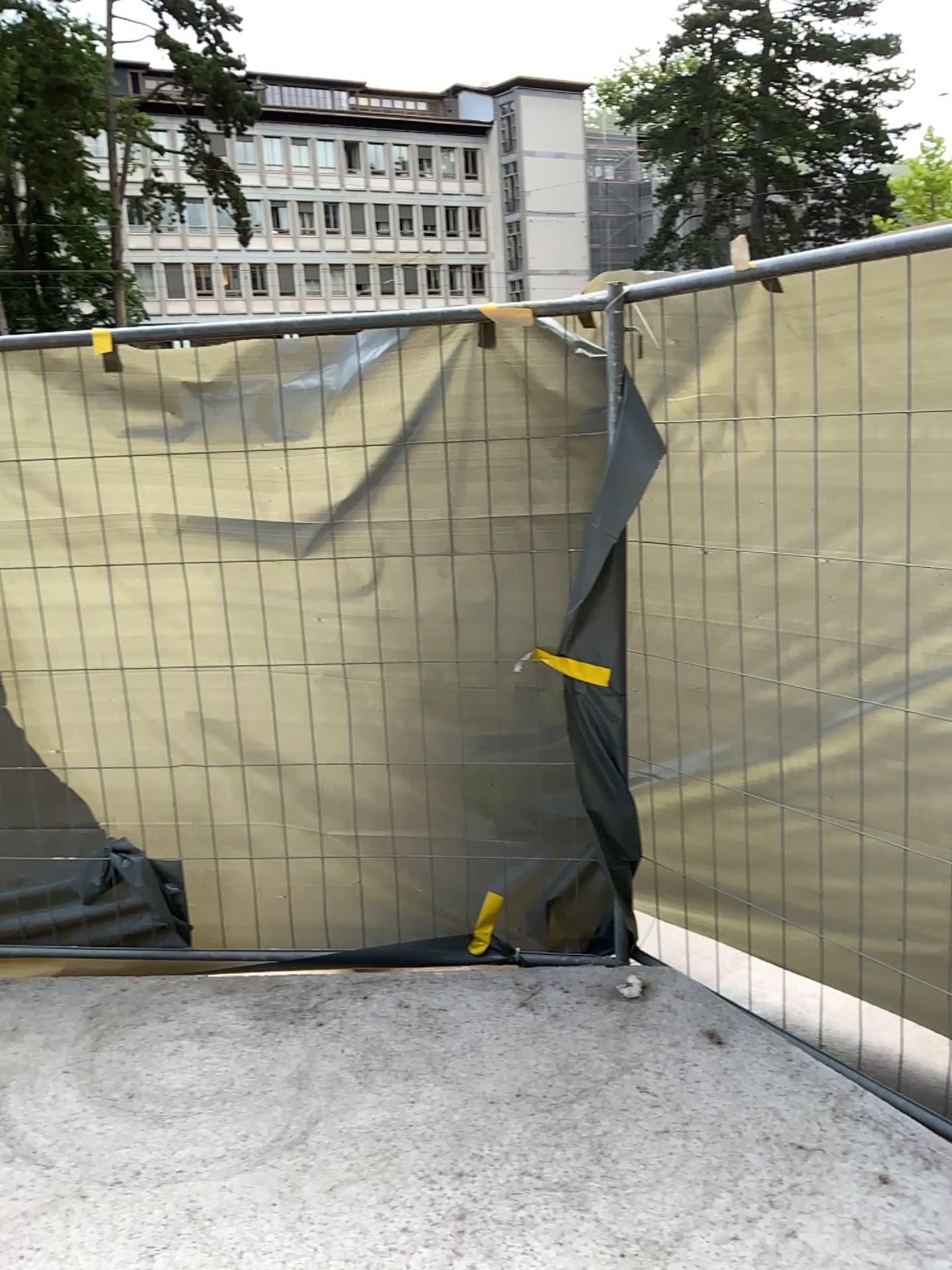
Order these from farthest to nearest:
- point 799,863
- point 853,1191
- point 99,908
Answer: point 99,908 < point 799,863 < point 853,1191
